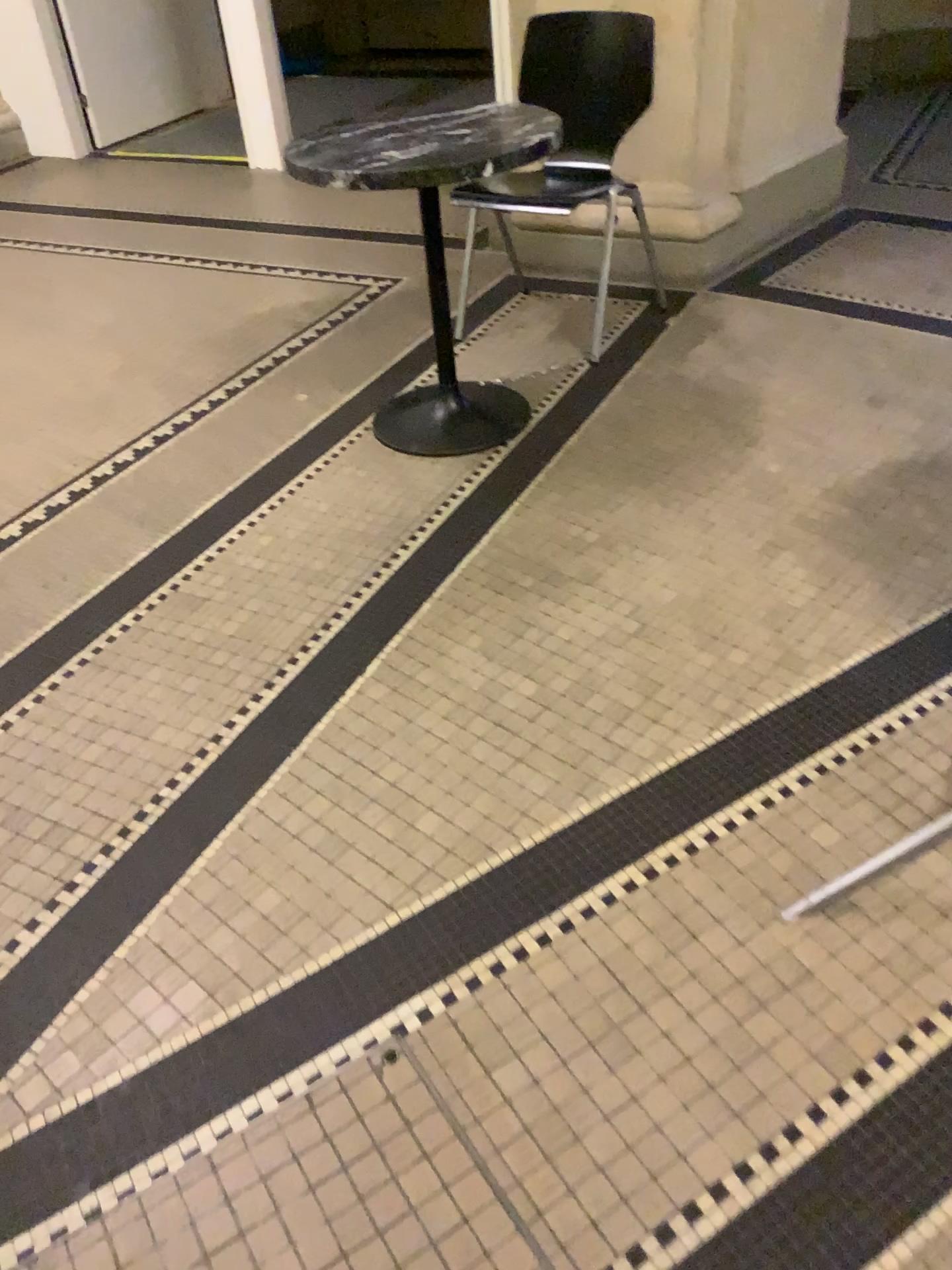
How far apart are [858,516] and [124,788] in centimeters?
161cm

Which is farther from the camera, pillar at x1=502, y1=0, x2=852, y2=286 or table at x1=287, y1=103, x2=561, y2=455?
pillar at x1=502, y1=0, x2=852, y2=286

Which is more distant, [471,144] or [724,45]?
[724,45]
